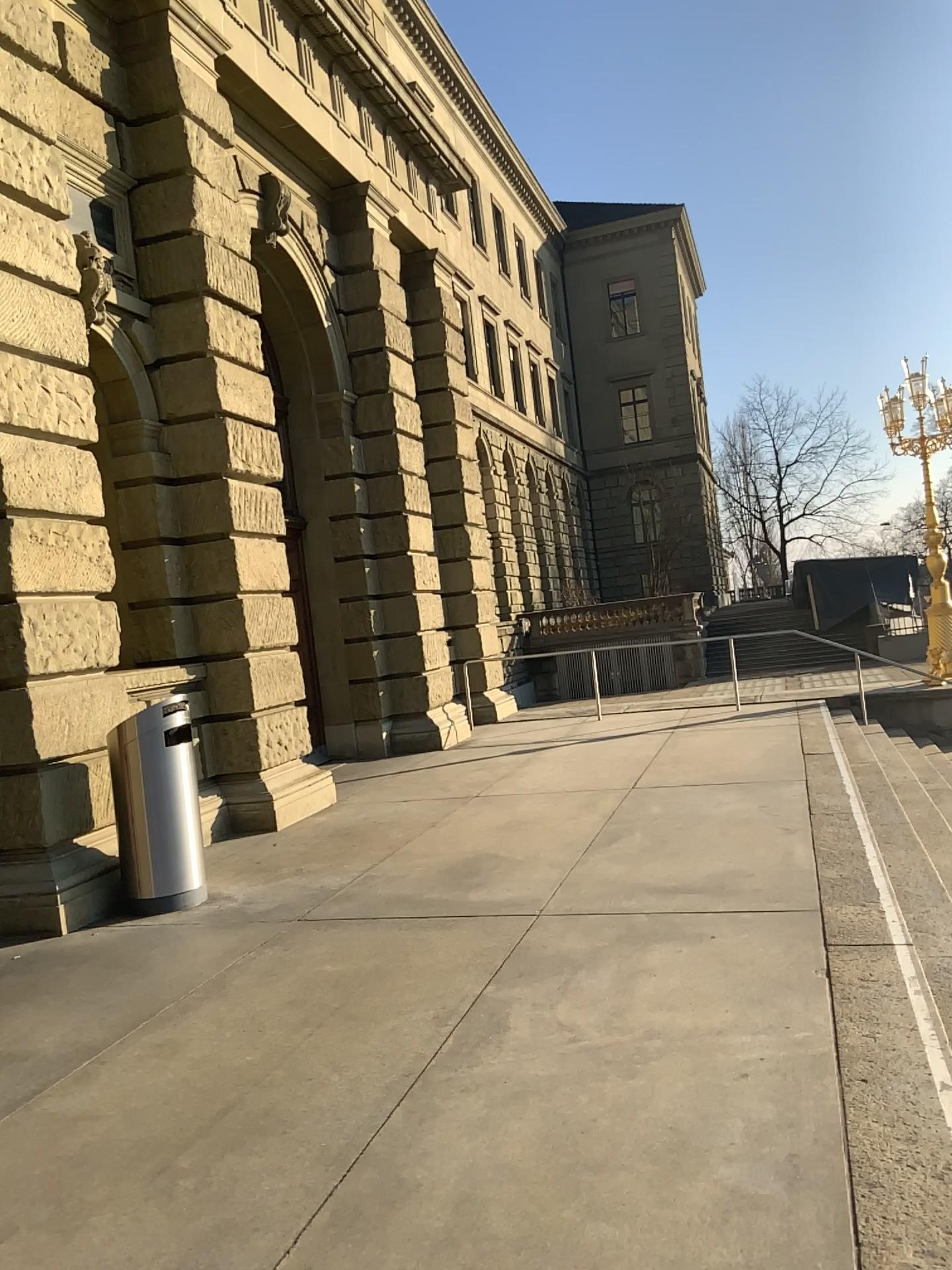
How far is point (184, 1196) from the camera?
2.96m
